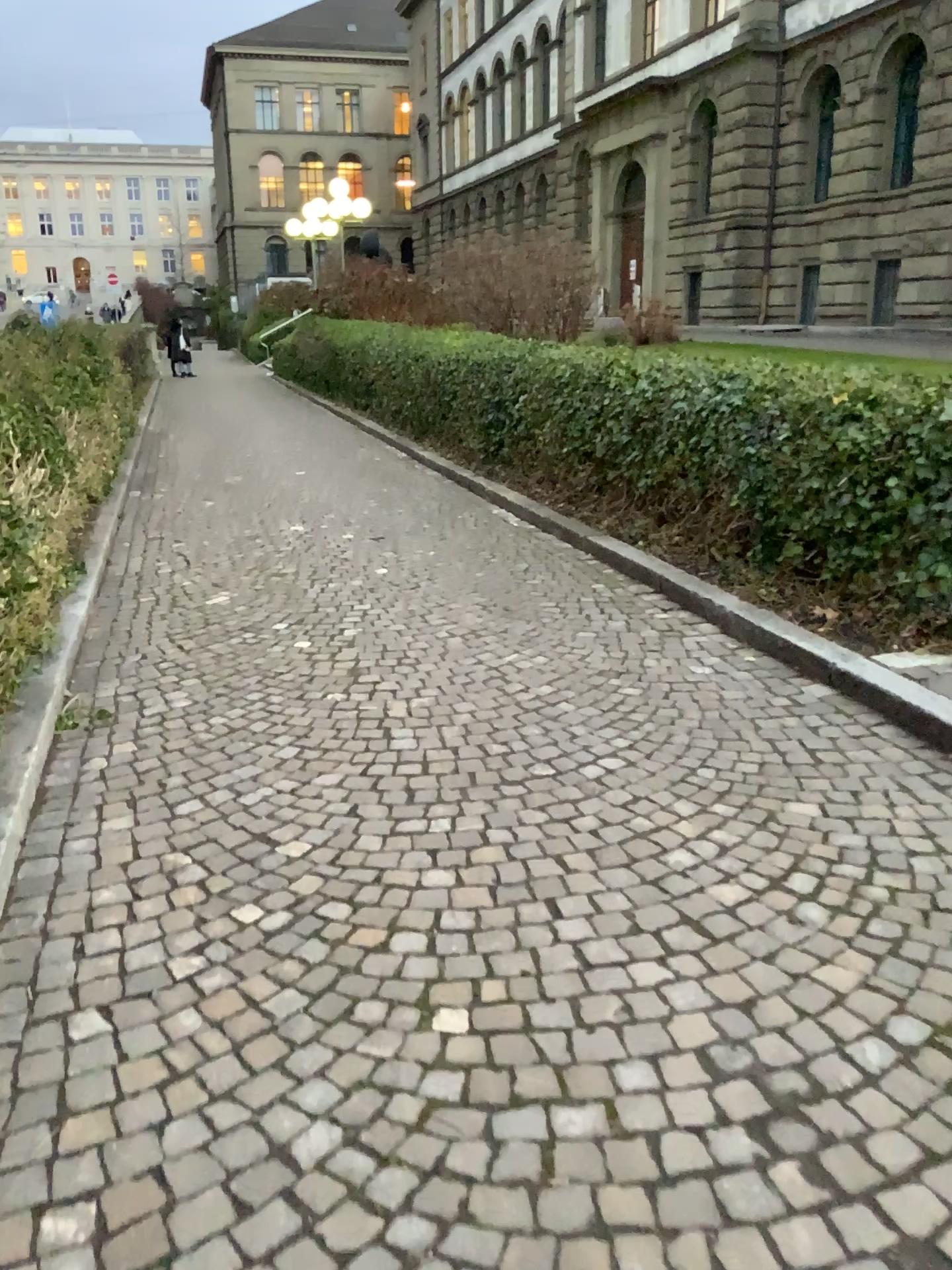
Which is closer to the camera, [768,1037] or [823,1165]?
[823,1165]
